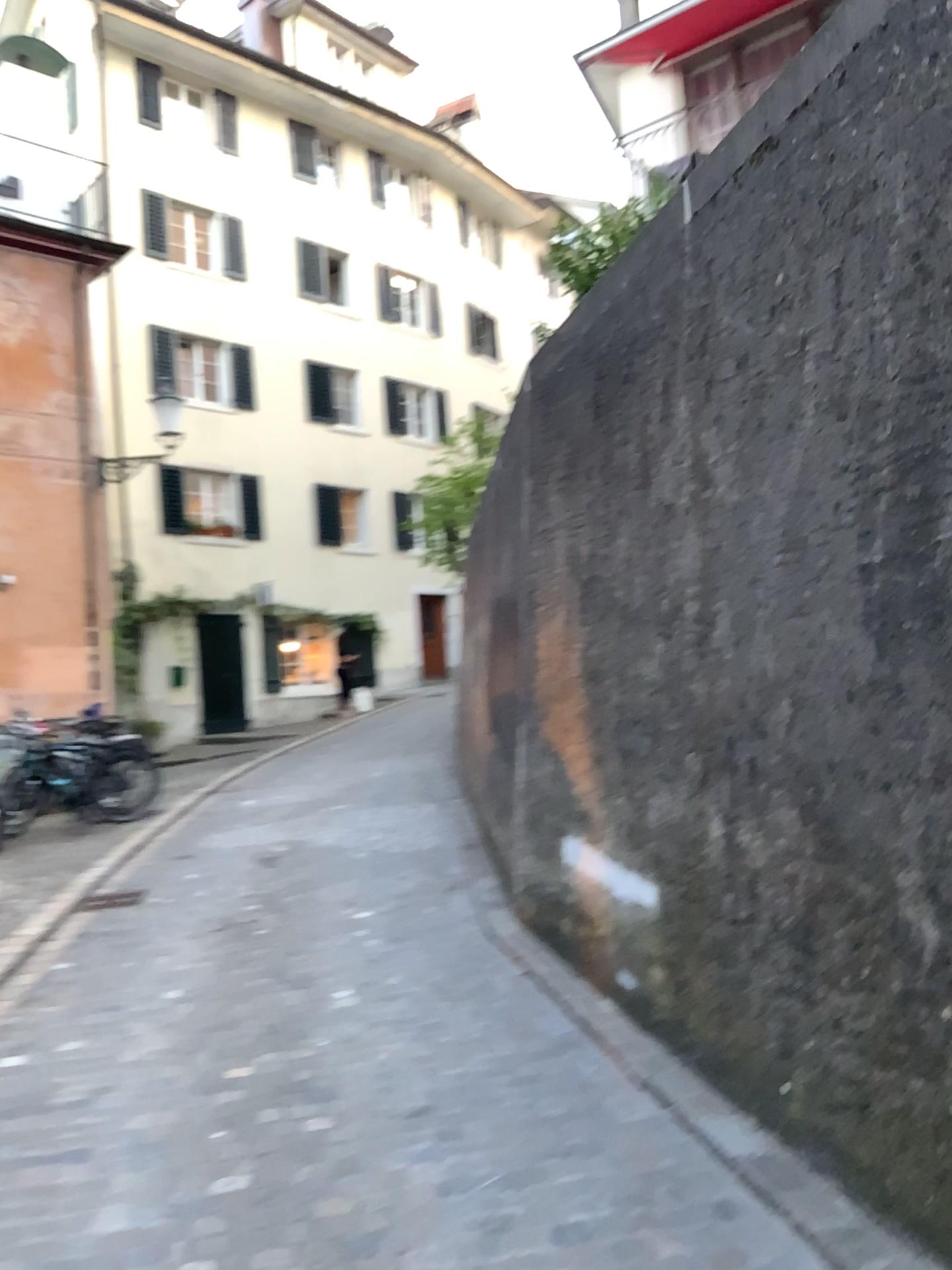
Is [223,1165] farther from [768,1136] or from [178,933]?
[178,933]
